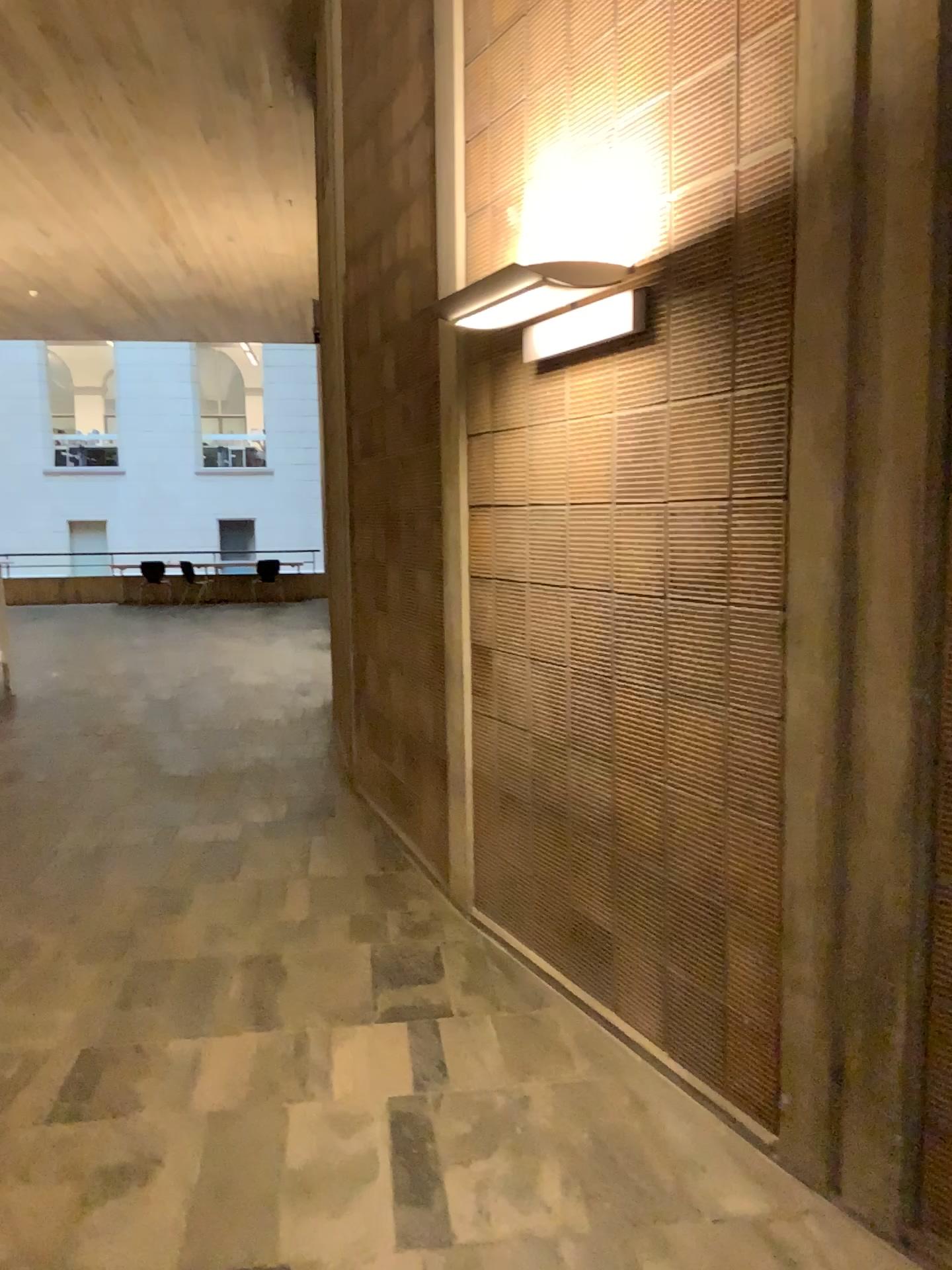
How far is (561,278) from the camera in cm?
284

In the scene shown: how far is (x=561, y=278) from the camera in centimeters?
284cm

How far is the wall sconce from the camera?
2.8m

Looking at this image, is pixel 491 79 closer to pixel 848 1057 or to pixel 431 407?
pixel 431 407

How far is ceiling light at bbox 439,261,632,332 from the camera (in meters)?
2.84
